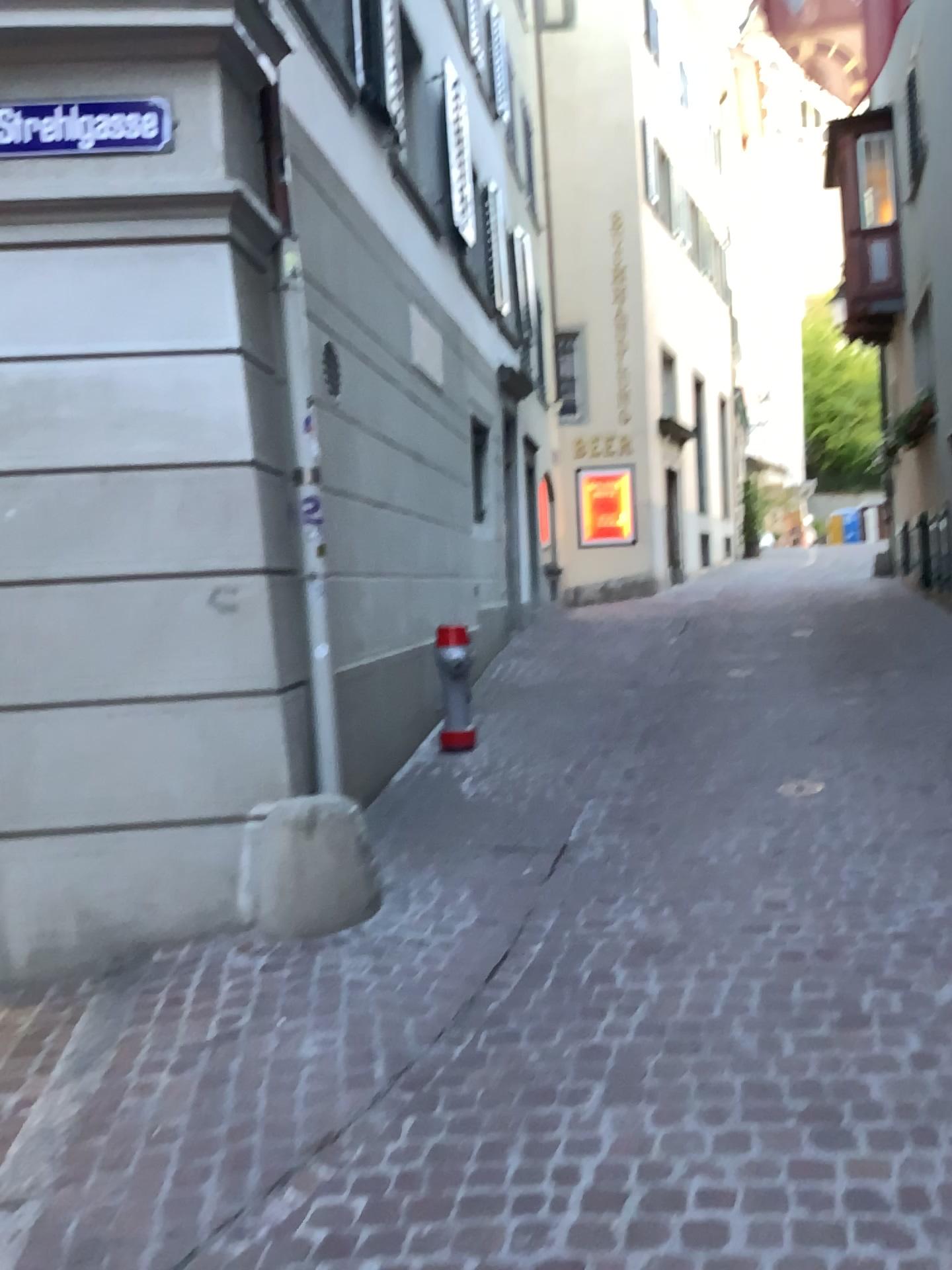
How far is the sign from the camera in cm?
384

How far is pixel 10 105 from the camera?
3.8 meters

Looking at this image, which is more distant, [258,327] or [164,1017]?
[258,327]
